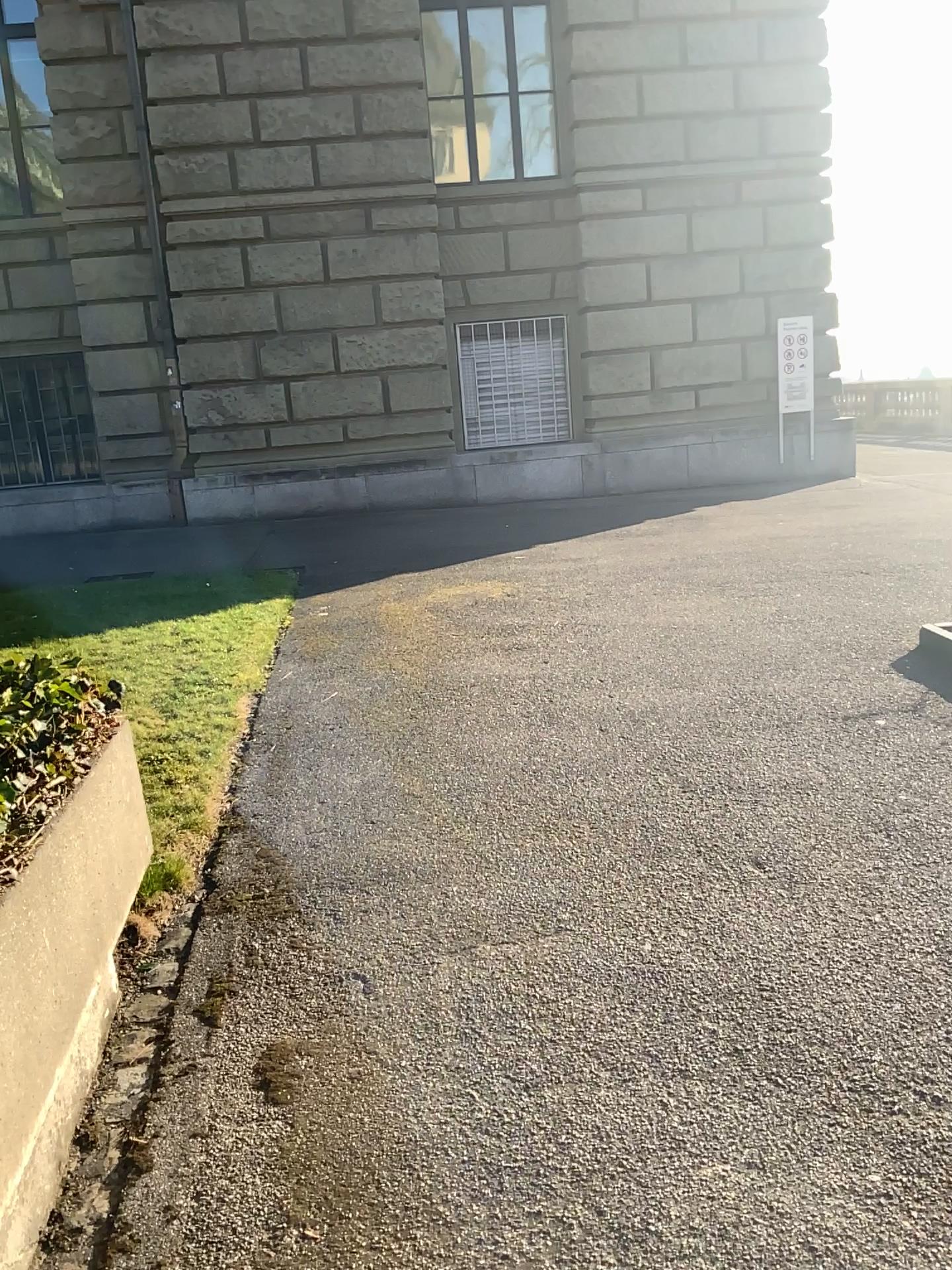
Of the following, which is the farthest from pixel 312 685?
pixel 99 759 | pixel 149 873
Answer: pixel 99 759
